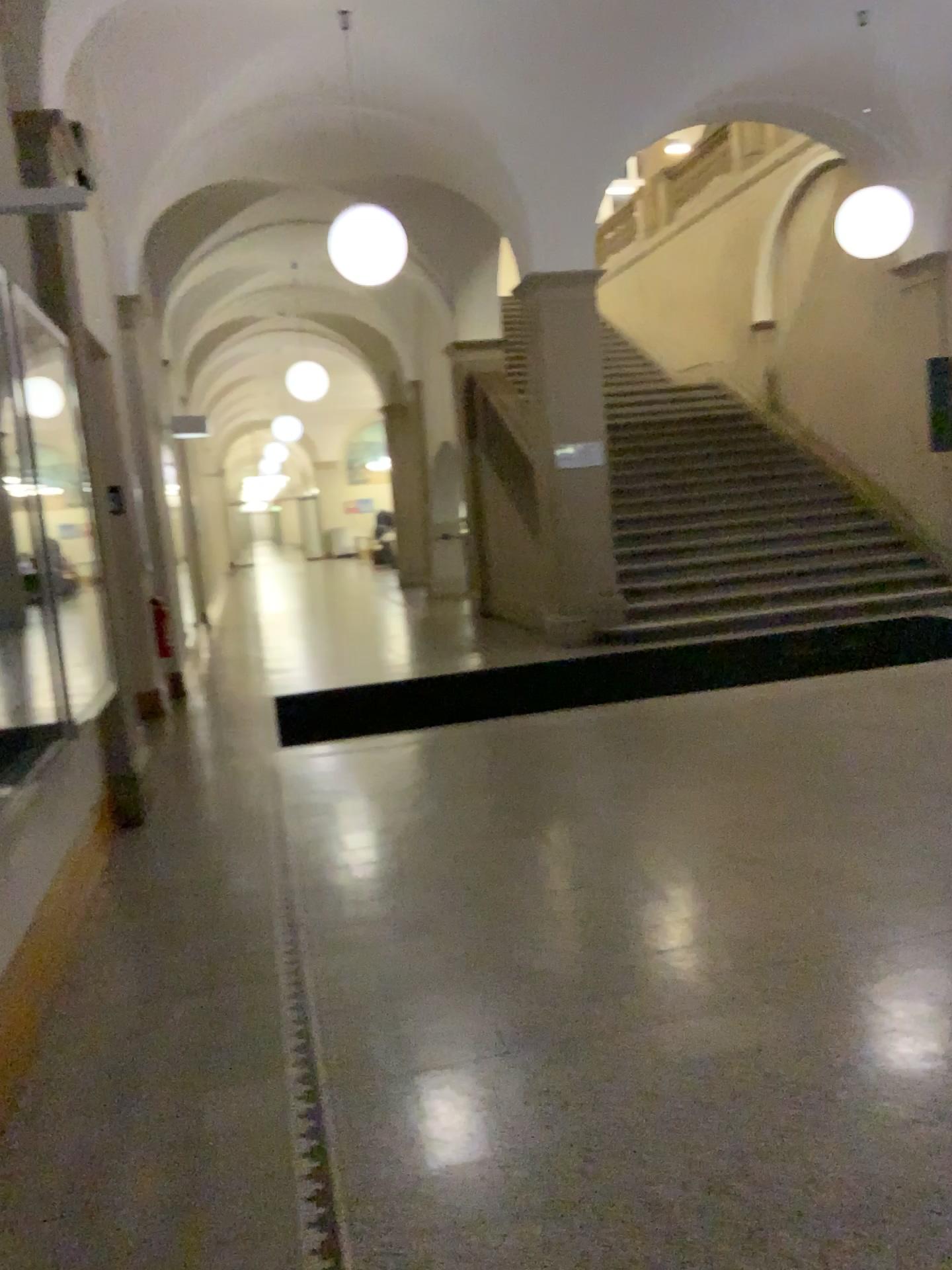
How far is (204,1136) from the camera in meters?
2.4
